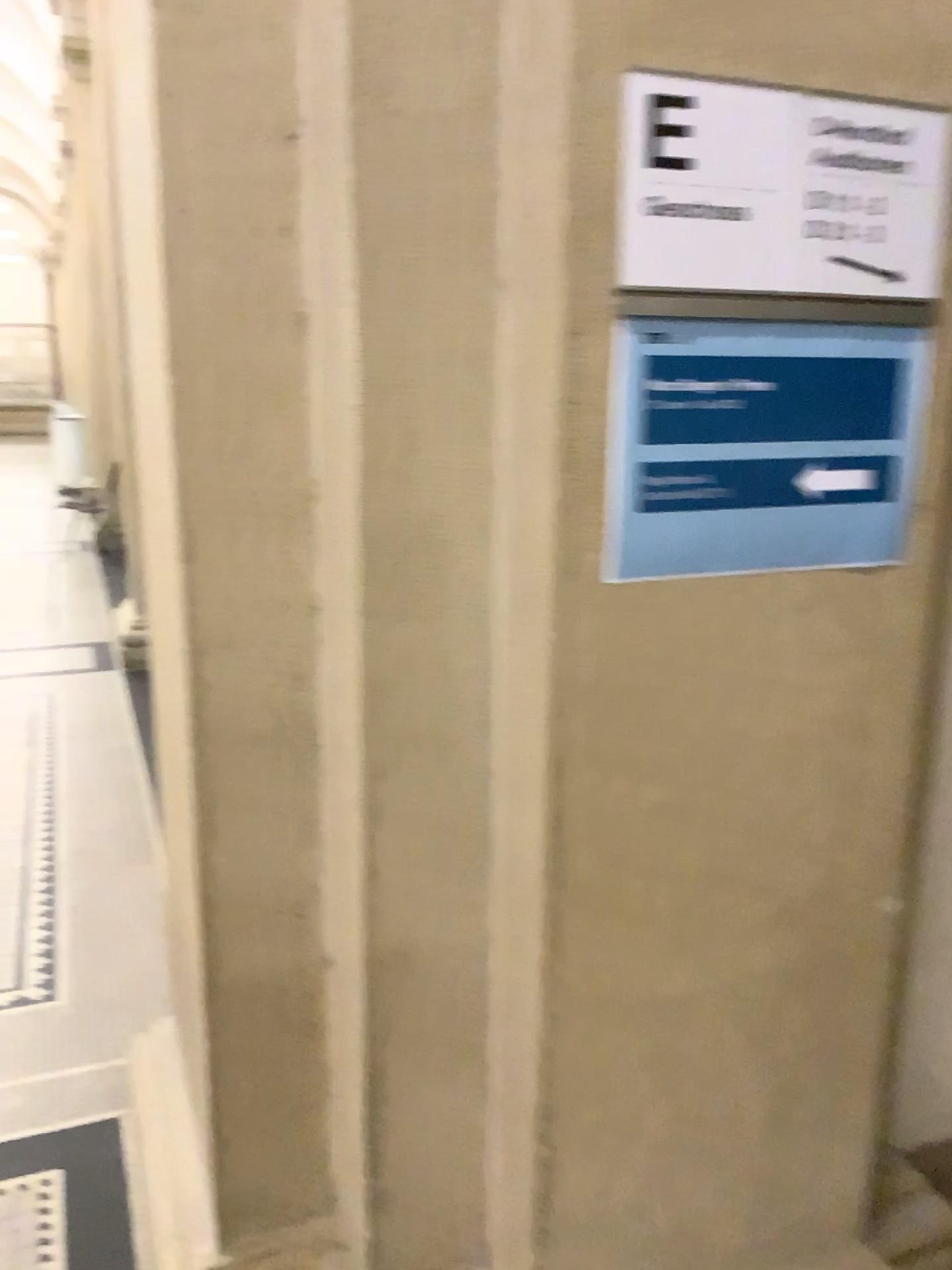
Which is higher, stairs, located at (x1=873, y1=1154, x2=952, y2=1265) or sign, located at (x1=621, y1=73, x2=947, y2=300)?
sign, located at (x1=621, y1=73, x2=947, y2=300)

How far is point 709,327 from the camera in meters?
1.2 m

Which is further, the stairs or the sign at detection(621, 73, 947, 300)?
the stairs

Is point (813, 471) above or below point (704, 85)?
below

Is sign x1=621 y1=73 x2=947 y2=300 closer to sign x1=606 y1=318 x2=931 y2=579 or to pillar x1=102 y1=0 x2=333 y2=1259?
sign x1=606 y1=318 x2=931 y2=579

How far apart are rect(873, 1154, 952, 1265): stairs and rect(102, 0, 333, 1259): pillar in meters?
0.9 m

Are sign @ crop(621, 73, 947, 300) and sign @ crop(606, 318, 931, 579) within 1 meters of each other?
yes

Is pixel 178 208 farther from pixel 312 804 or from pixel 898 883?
pixel 898 883

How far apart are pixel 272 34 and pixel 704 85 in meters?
0.5

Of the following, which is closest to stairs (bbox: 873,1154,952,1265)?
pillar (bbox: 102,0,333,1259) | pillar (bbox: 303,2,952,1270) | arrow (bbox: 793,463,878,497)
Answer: pillar (bbox: 303,2,952,1270)
